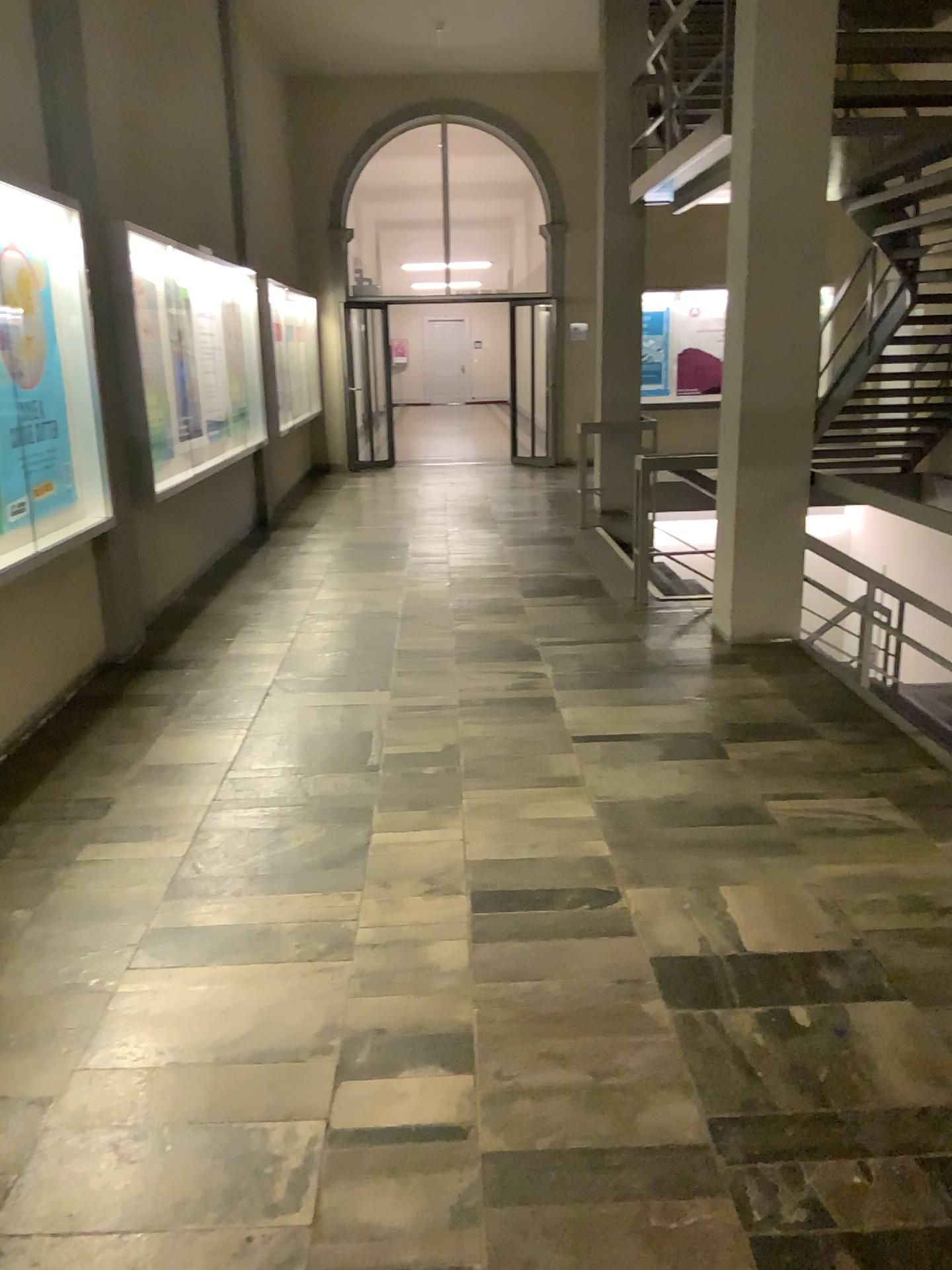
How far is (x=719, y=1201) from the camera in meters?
1.9 m

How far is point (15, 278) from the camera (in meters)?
4.17

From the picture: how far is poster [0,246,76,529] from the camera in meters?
4.2
